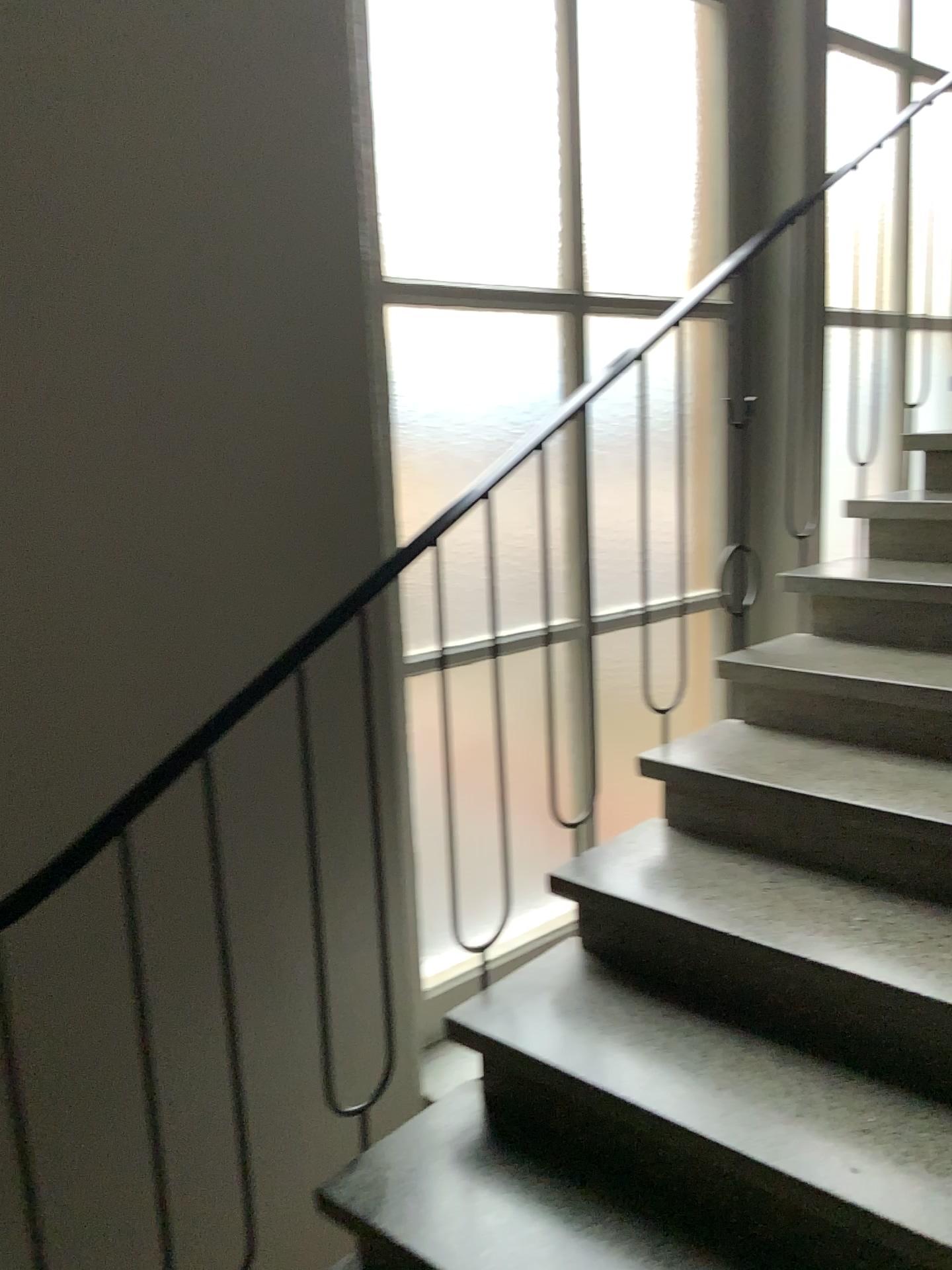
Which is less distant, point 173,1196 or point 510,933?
point 173,1196
